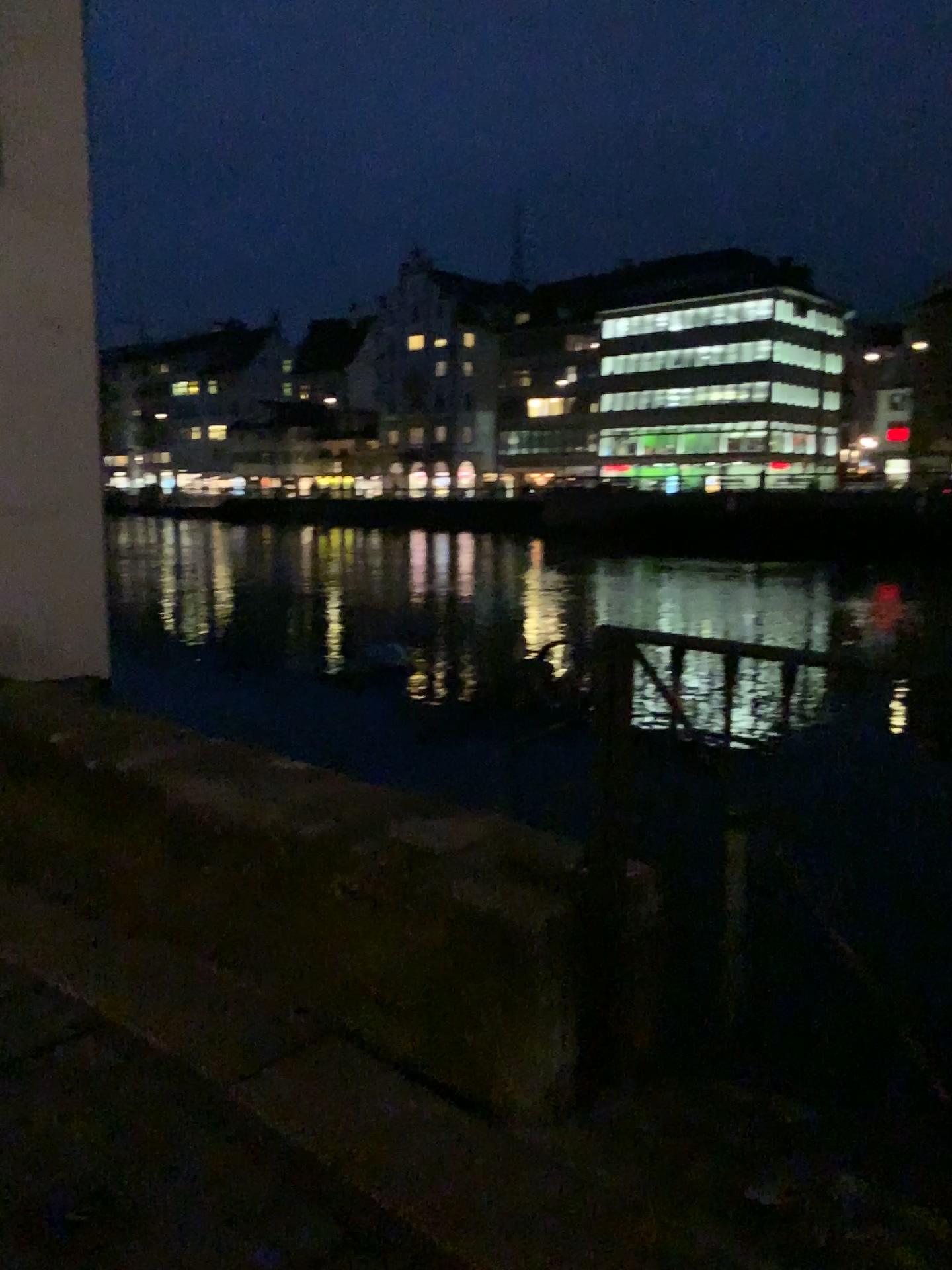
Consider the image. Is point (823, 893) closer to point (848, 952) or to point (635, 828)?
point (848, 952)
